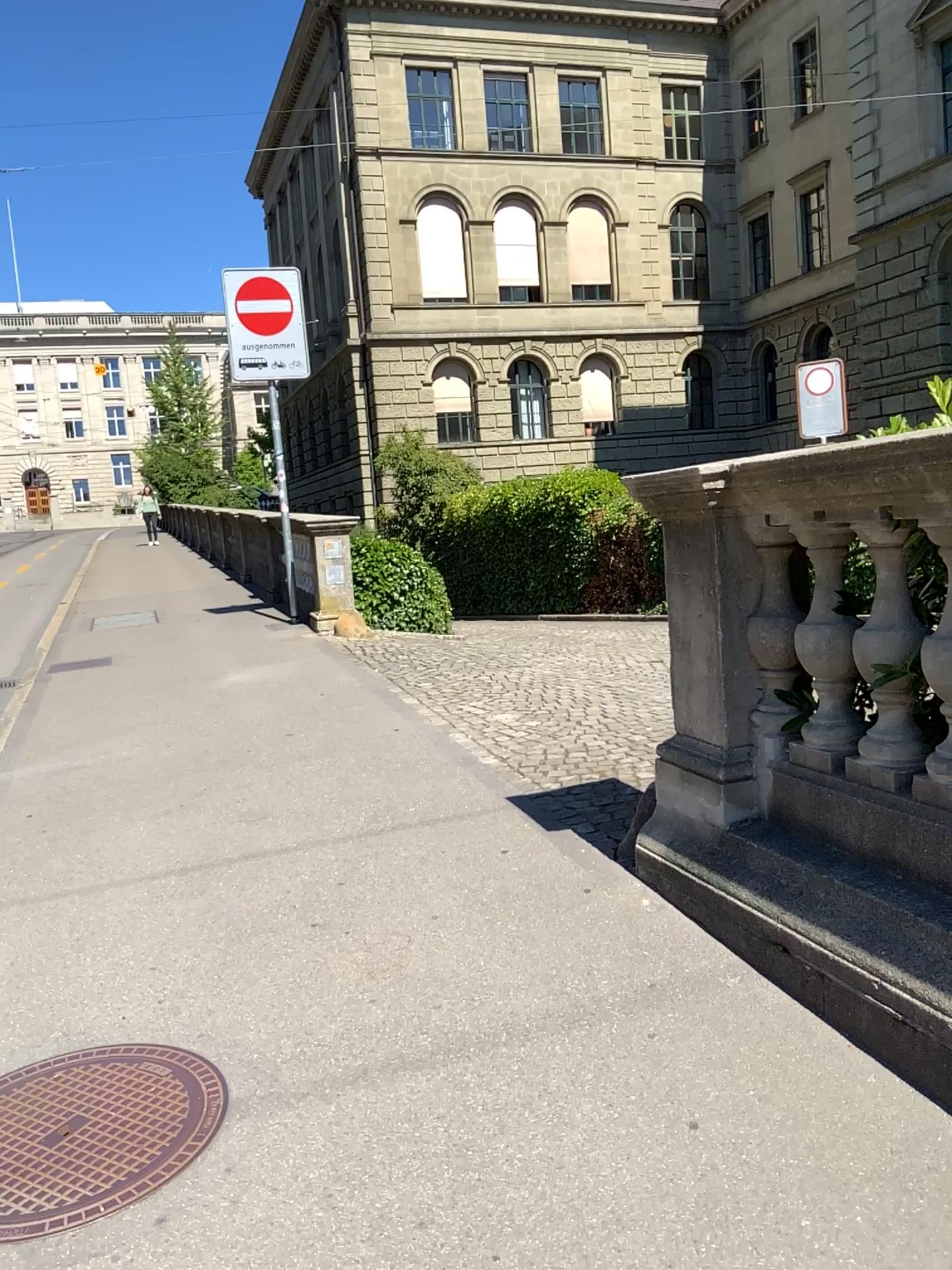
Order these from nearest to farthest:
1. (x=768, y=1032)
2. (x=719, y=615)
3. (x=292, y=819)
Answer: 1. (x=768, y=1032)
2. (x=719, y=615)
3. (x=292, y=819)
